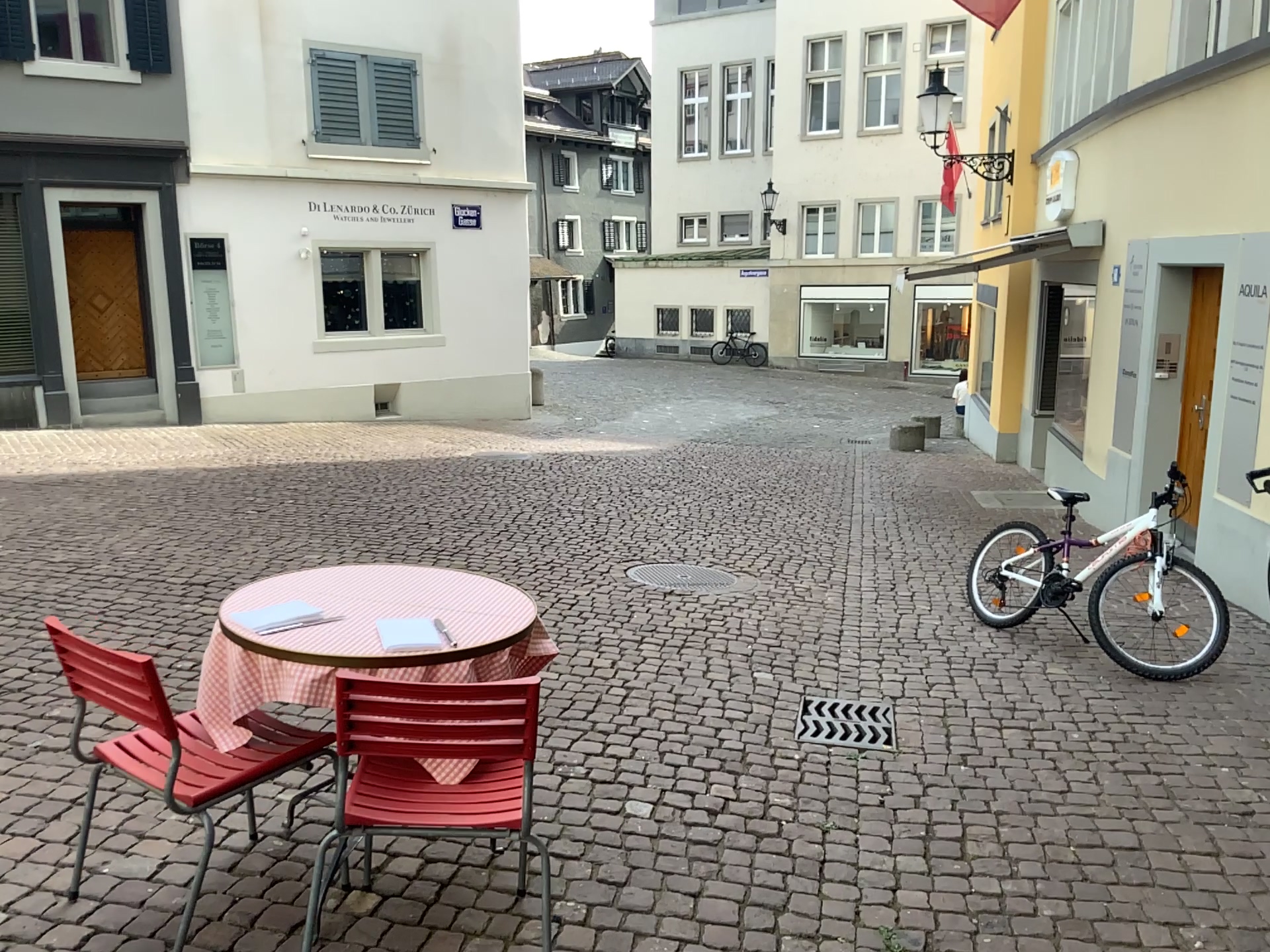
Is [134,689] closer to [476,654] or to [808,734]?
[476,654]

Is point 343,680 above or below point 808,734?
above

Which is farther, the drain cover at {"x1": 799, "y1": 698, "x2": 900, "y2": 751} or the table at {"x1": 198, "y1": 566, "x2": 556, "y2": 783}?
the drain cover at {"x1": 799, "y1": 698, "x2": 900, "y2": 751}

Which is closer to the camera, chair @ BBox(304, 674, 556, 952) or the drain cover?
chair @ BBox(304, 674, 556, 952)

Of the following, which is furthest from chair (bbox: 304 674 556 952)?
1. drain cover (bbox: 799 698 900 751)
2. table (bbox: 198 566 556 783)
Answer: drain cover (bbox: 799 698 900 751)

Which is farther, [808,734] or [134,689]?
[808,734]

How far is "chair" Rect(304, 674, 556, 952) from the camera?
2.19m

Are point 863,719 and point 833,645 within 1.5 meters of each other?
yes

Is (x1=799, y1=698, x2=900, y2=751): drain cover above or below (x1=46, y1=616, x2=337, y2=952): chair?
below

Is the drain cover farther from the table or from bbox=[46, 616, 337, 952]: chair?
bbox=[46, 616, 337, 952]: chair
